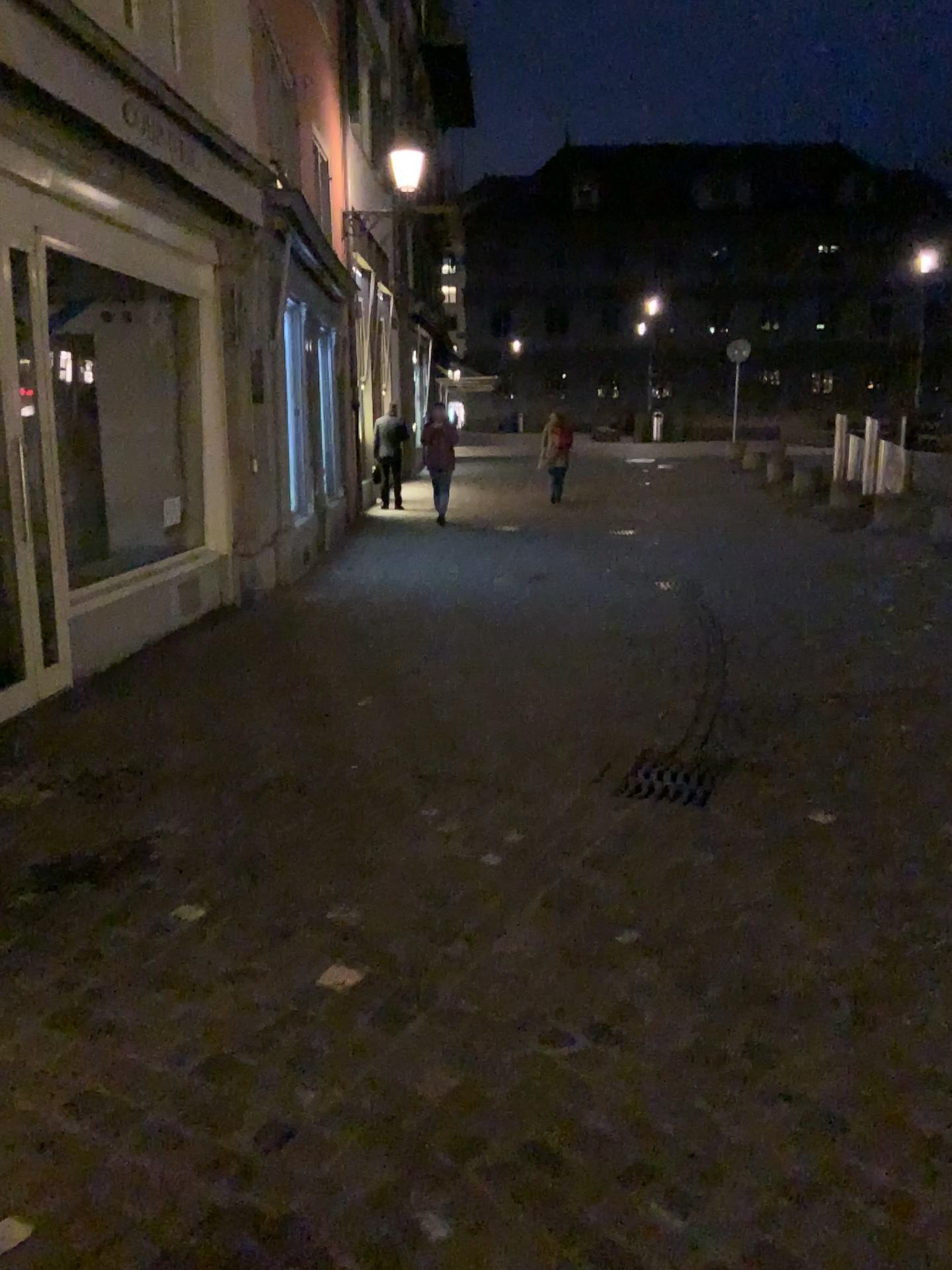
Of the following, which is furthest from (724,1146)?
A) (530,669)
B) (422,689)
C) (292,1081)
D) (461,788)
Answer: (530,669)
